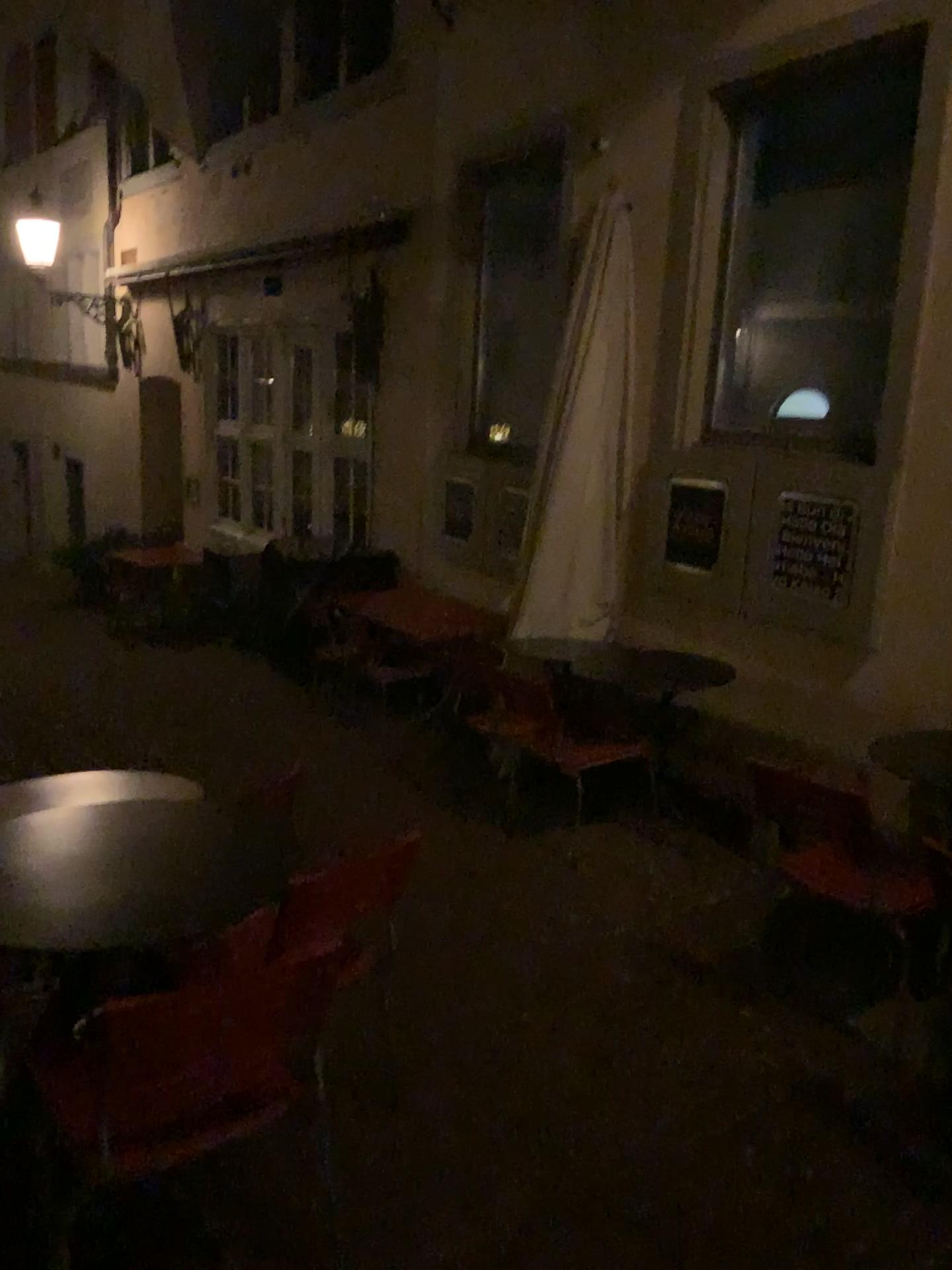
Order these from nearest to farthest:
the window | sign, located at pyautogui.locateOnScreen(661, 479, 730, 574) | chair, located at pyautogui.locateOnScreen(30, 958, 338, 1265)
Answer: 1. chair, located at pyautogui.locateOnScreen(30, 958, 338, 1265)
2. the window
3. sign, located at pyautogui.locateOnScreen(661, 479, 730, 574)

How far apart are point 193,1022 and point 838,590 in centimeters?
328cm

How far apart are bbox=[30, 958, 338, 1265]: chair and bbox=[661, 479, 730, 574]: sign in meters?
3.4 m

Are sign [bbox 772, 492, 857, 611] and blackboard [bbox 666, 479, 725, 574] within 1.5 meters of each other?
yes

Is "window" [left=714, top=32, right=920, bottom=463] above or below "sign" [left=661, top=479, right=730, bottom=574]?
above

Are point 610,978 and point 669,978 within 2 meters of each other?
yes

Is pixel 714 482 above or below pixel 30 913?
above

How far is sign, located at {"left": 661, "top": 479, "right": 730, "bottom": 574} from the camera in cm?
493

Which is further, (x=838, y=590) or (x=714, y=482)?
(x=714, y=482)

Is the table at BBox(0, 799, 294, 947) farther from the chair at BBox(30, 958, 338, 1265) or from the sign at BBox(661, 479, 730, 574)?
the sign at BBox(661, 479, 730, 574)
